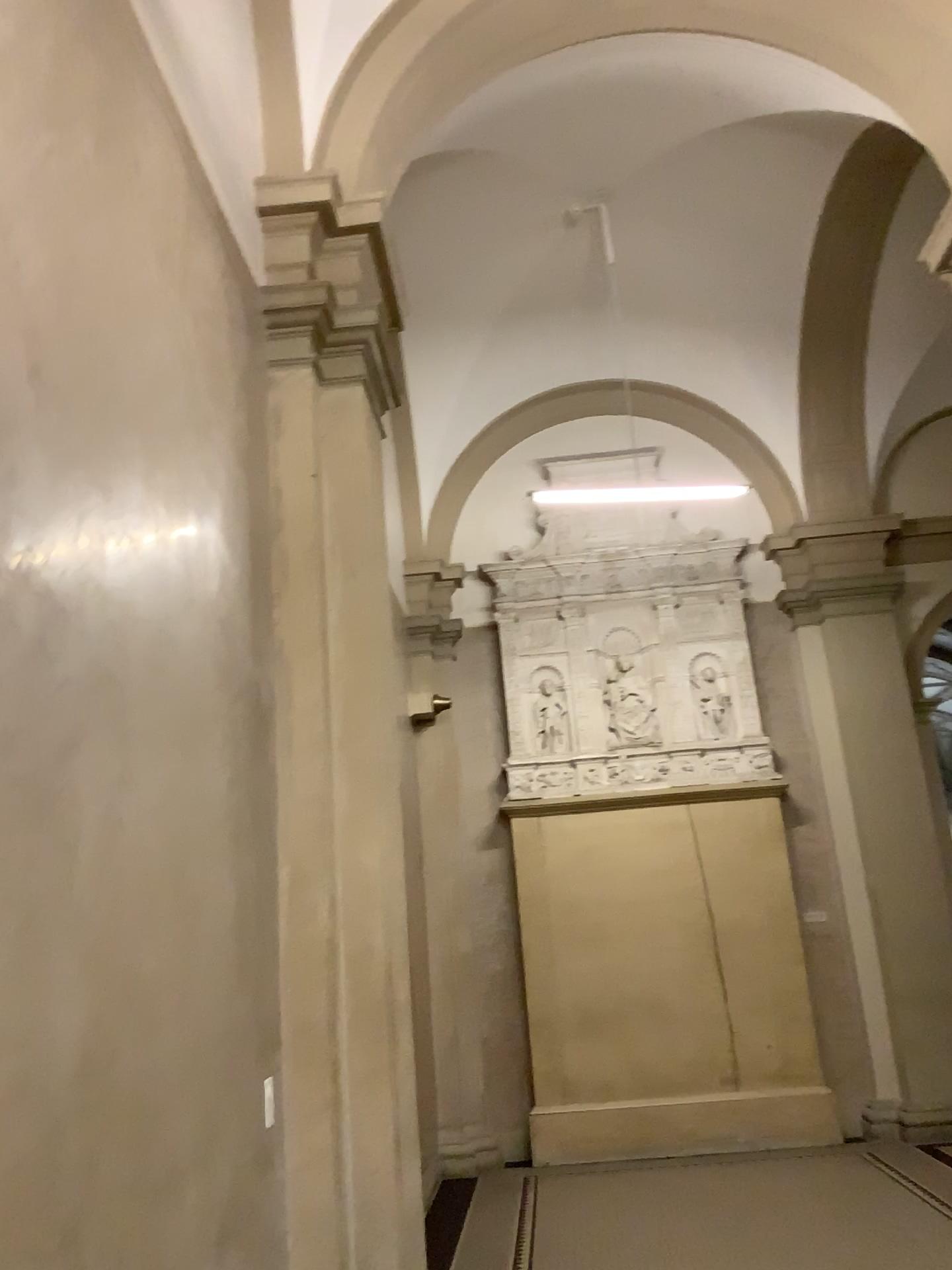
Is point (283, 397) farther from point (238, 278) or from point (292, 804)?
point (292, 804)
